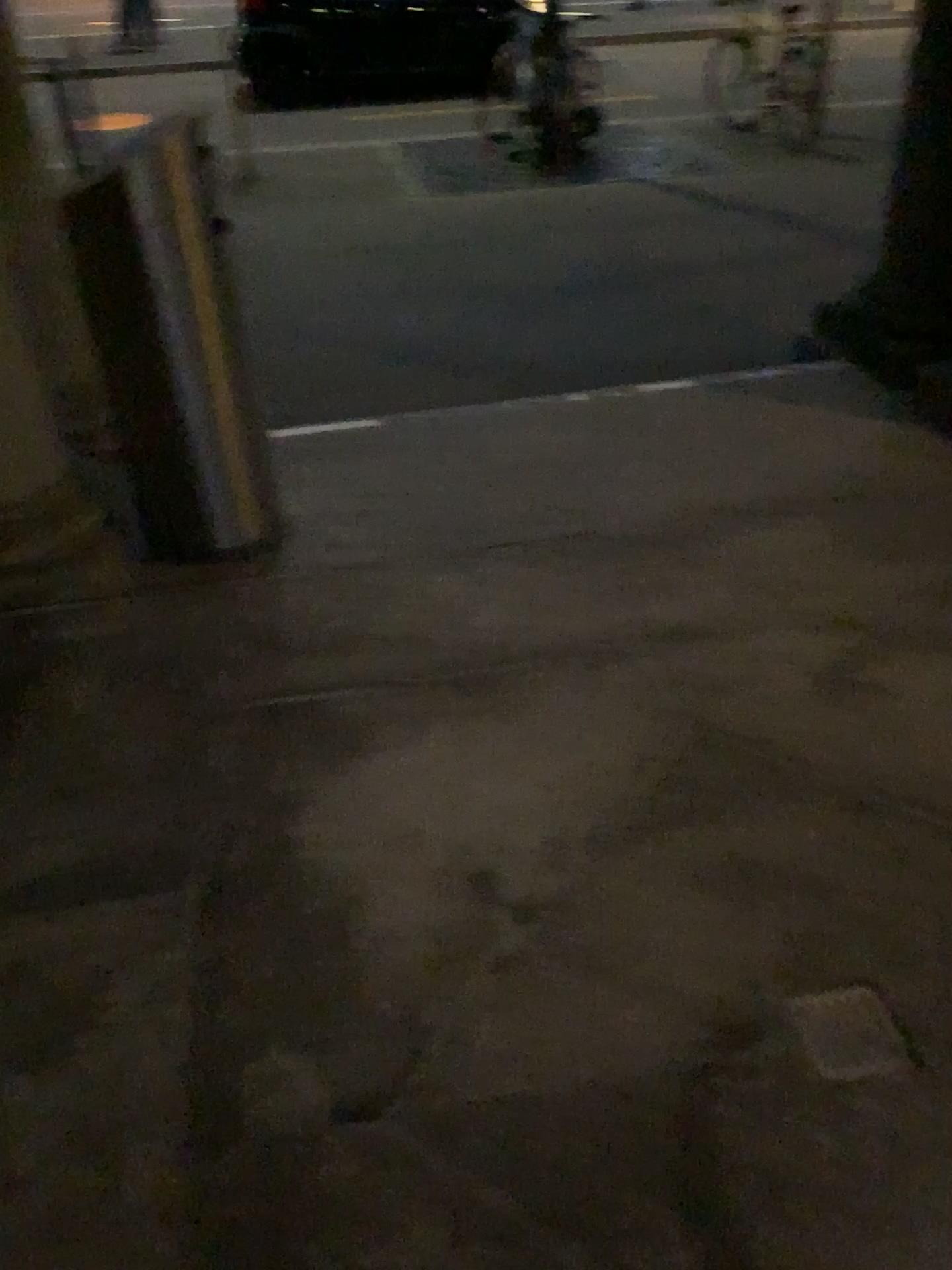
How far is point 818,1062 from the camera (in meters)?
1.52

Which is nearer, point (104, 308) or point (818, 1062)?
point (818, 1062)

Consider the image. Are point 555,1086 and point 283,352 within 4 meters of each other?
yes

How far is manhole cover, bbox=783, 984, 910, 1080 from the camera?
1.5 meters

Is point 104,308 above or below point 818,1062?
above

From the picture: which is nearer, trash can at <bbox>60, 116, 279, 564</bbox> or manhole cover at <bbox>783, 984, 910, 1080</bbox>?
manhole cover at <bbox>783, 984, 910, 1080</bbox>
